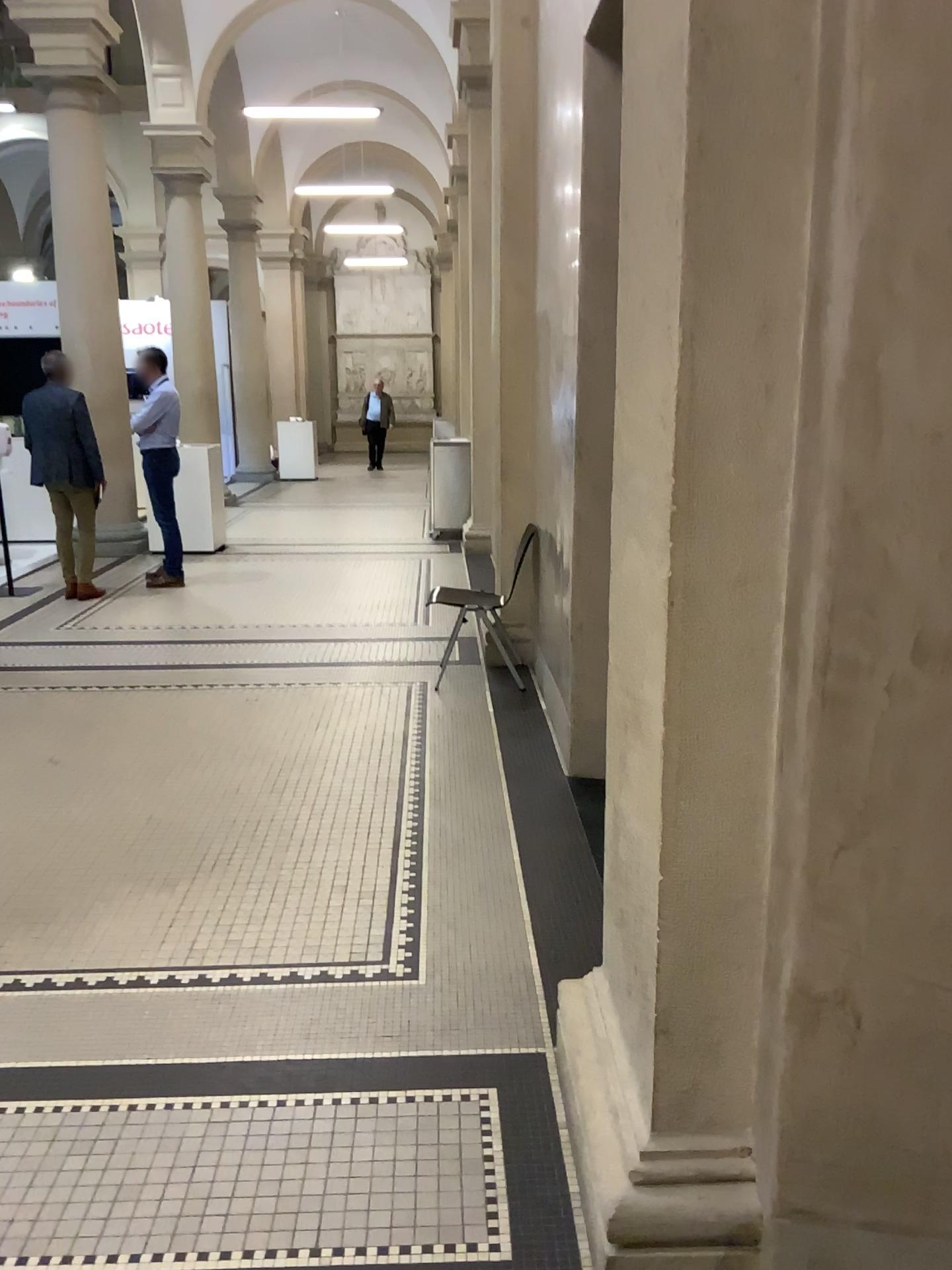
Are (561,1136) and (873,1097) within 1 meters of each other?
yes
